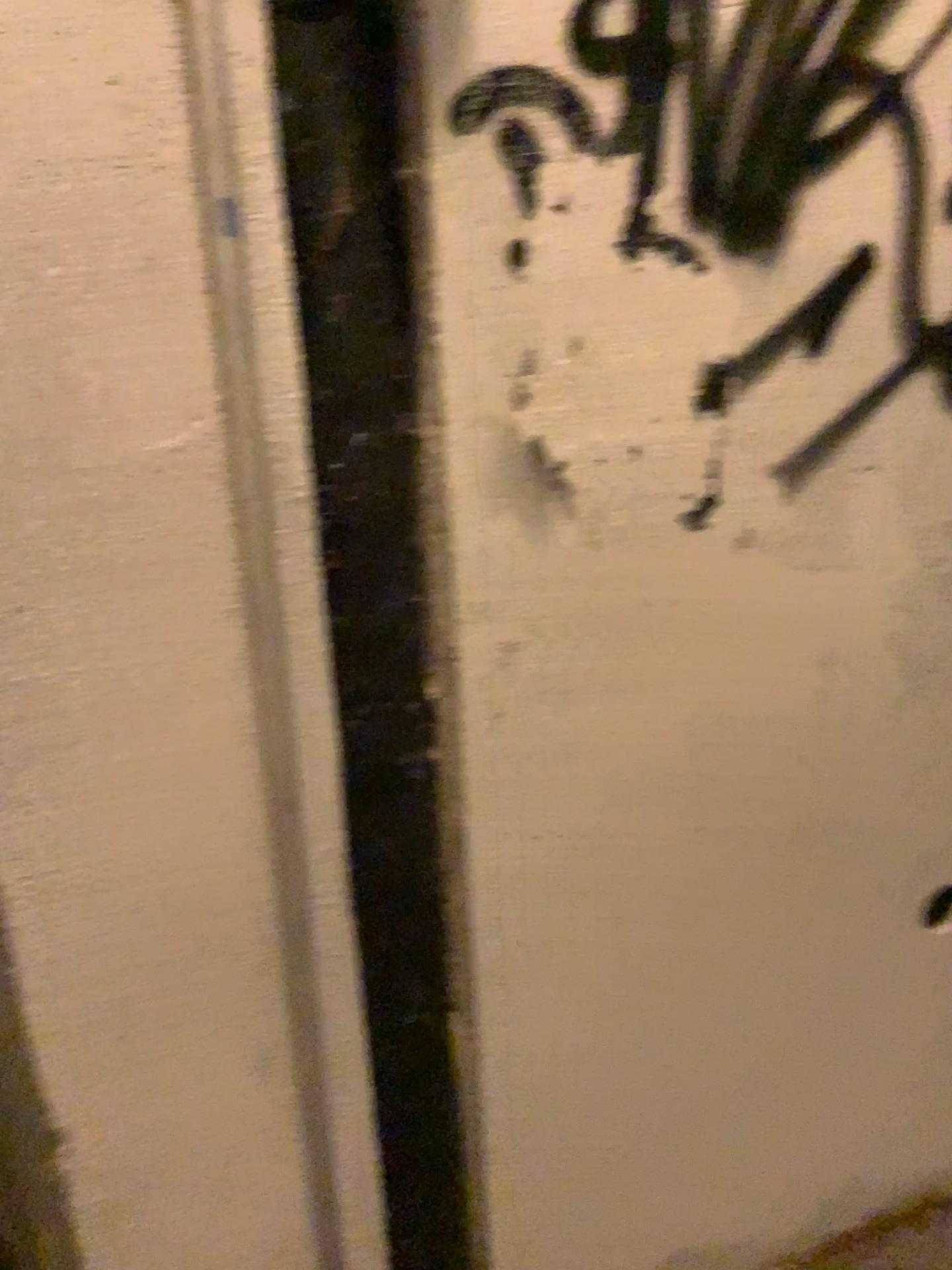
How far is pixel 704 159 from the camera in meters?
1.0
